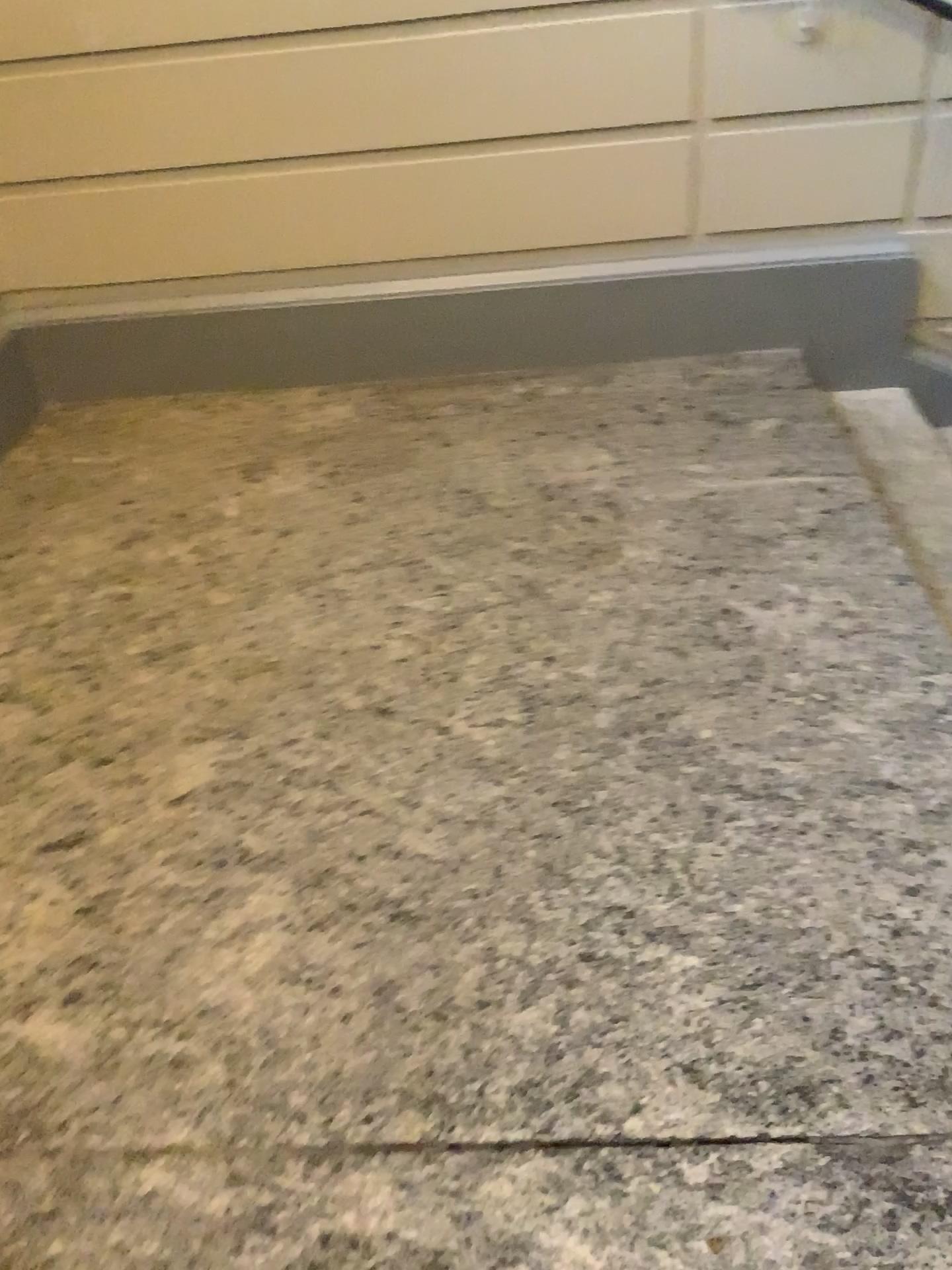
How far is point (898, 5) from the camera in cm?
273

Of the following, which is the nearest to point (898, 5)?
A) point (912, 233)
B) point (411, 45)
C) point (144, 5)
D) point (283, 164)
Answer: point (912, 233)

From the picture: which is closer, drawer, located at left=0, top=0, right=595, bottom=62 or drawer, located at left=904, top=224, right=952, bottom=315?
drawer, located at left=0, top=0, right=595, bottom=62

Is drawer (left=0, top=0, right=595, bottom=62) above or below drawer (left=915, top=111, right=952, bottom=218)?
above

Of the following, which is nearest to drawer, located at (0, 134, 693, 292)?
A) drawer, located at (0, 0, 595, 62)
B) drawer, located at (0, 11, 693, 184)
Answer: drawer, located at (0, 11, 693, 184)

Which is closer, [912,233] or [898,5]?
[898,5]

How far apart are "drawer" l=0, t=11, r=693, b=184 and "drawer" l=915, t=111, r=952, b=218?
0.7 meters

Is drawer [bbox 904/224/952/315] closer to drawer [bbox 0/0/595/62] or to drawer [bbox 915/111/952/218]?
drawer [bbox 915/111/952/218]

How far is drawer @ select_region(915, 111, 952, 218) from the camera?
2.9 meters

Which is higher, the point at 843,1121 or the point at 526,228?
the point at 526,228
